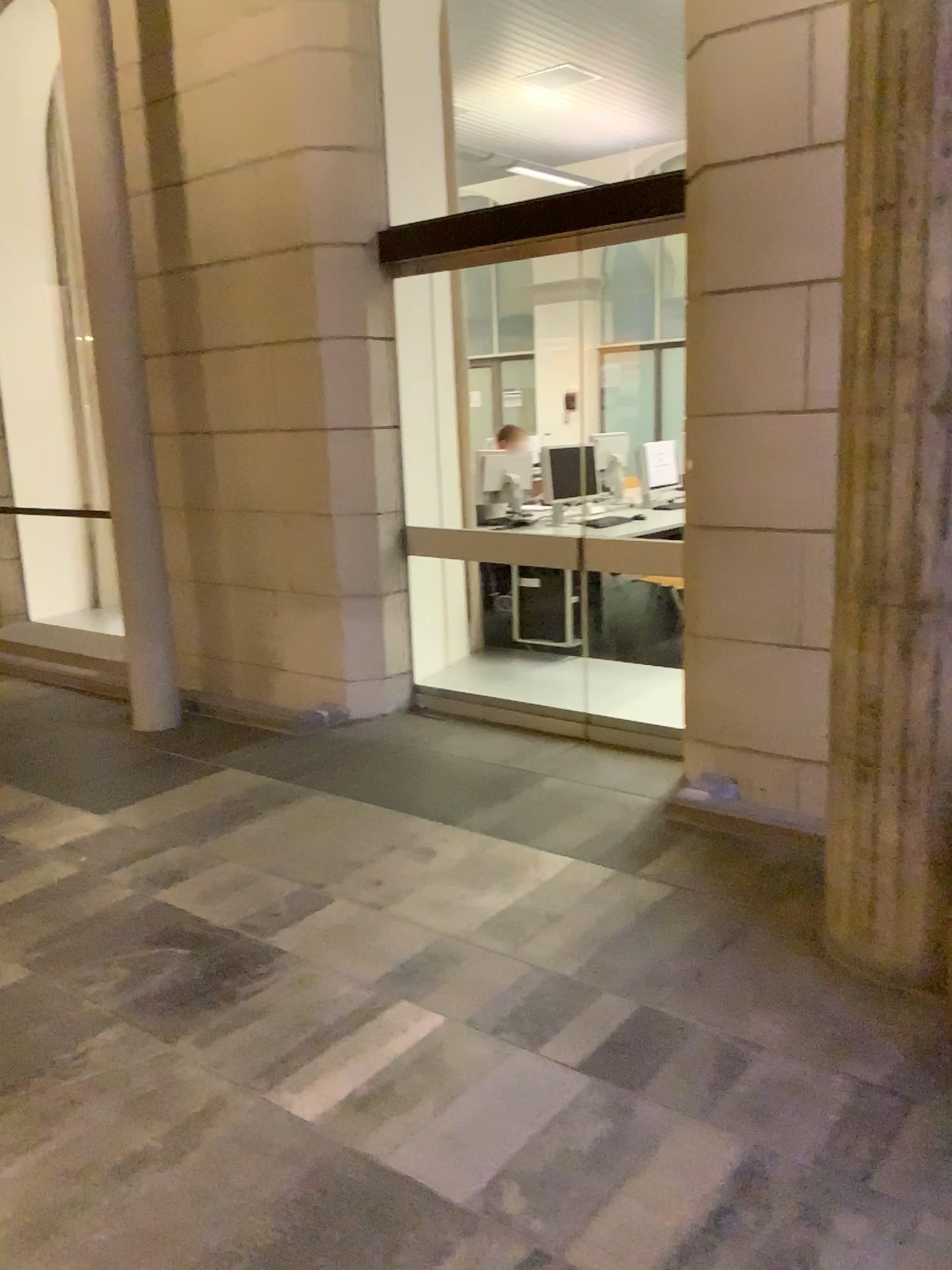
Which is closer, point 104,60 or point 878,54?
point 878,54

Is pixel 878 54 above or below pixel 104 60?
below

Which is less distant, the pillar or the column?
the column

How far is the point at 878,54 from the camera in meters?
2.2 m

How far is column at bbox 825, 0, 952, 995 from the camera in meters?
2.2 m

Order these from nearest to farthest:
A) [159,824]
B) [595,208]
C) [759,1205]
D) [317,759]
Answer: [759,1205], [159,824], [595,208], [317,759]
